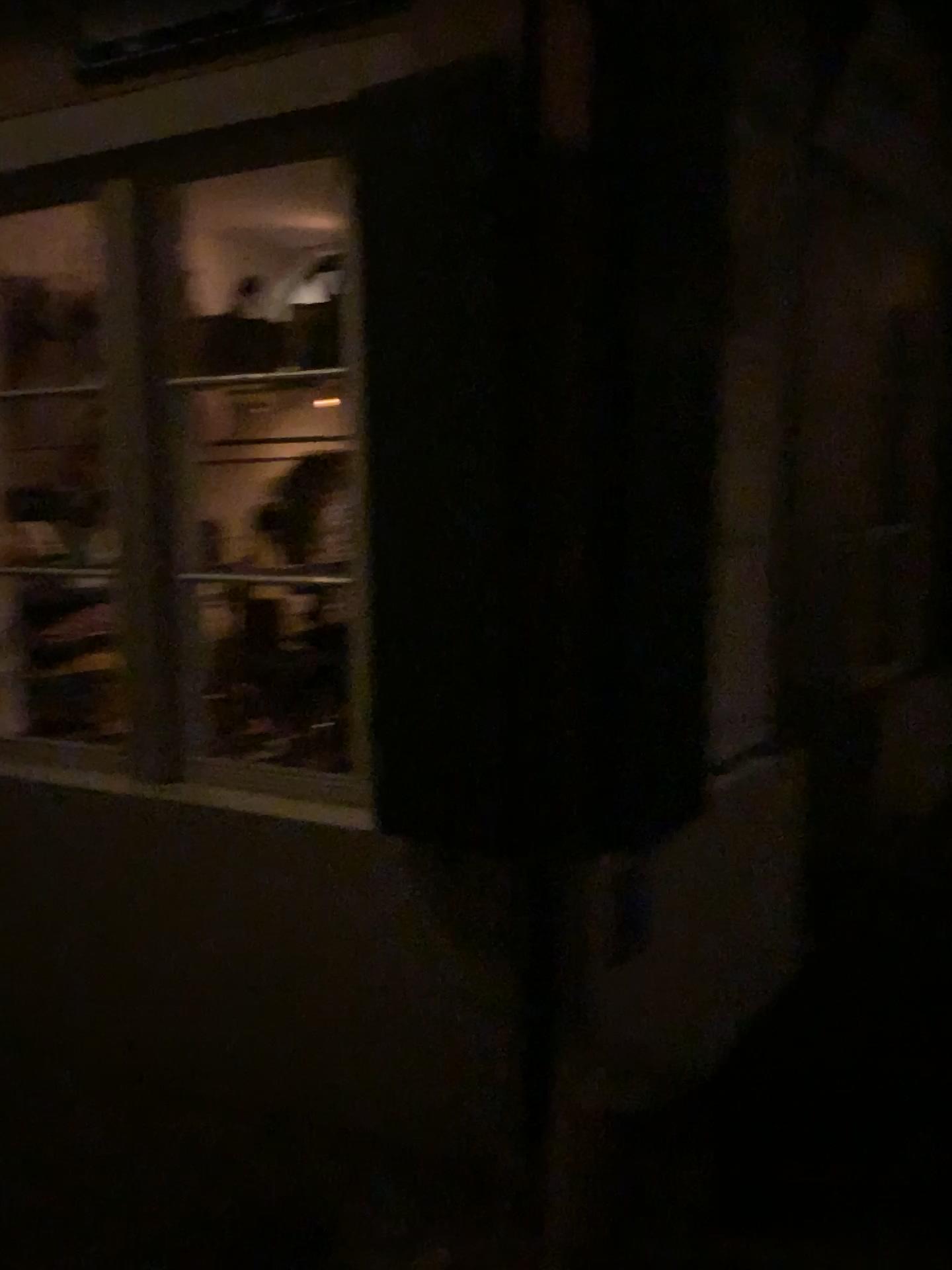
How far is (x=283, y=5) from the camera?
2.2m

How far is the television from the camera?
2.25m

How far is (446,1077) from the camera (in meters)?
2.37

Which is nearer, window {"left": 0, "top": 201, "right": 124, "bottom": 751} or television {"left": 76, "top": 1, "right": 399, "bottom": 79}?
television {"left": 76, "top": 1, "right": 399, "bottom": 79}

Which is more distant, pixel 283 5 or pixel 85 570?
pixel 85 570

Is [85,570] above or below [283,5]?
below
